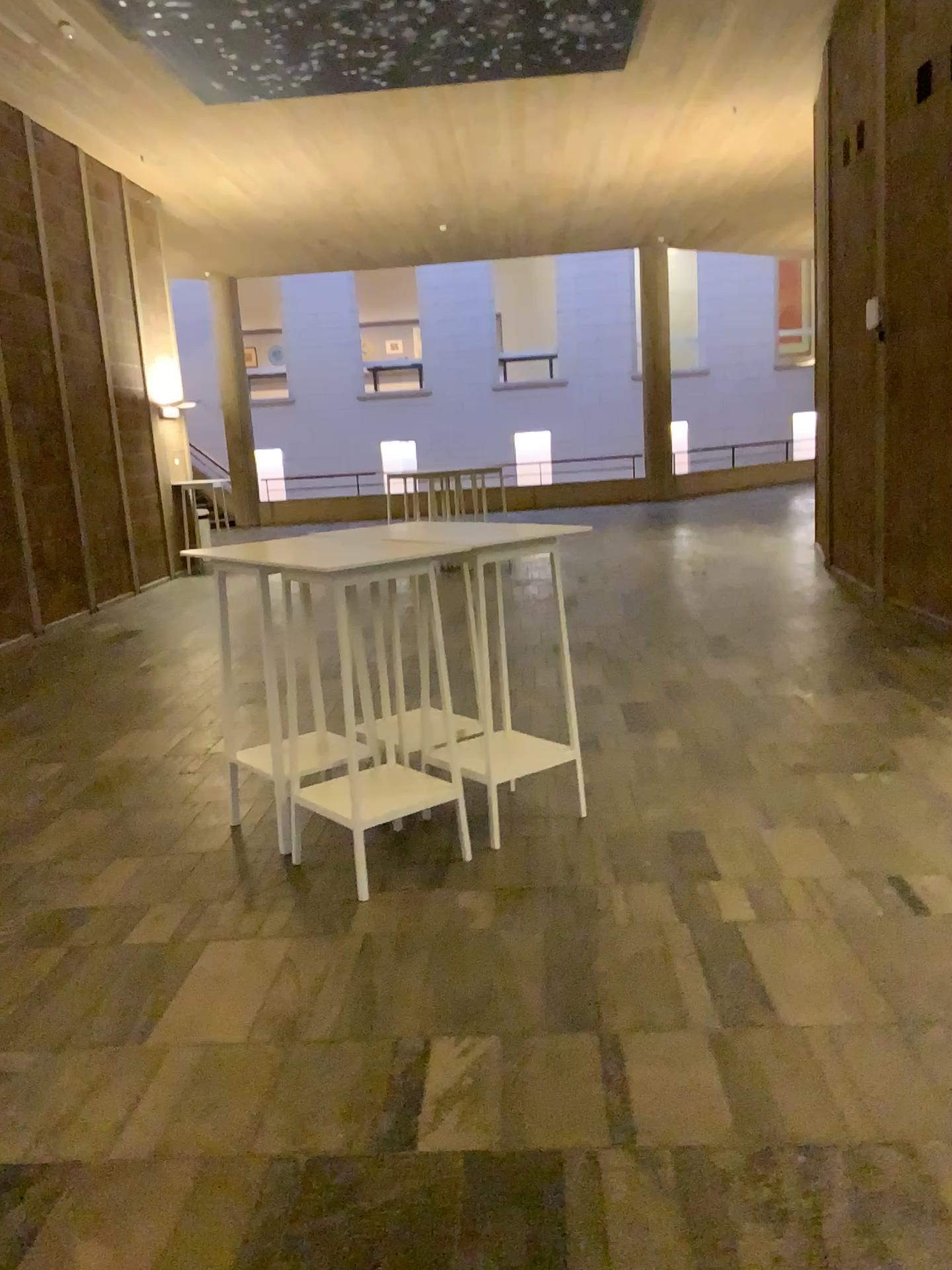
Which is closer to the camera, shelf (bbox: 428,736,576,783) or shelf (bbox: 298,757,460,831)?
shelf (bbox: 298,757,460,831)

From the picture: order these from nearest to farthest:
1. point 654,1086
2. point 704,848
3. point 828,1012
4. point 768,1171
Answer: point 768,1171 < point 654,1086 < point 828,1012 < point 704,848

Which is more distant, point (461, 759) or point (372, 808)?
point (461, 759)
